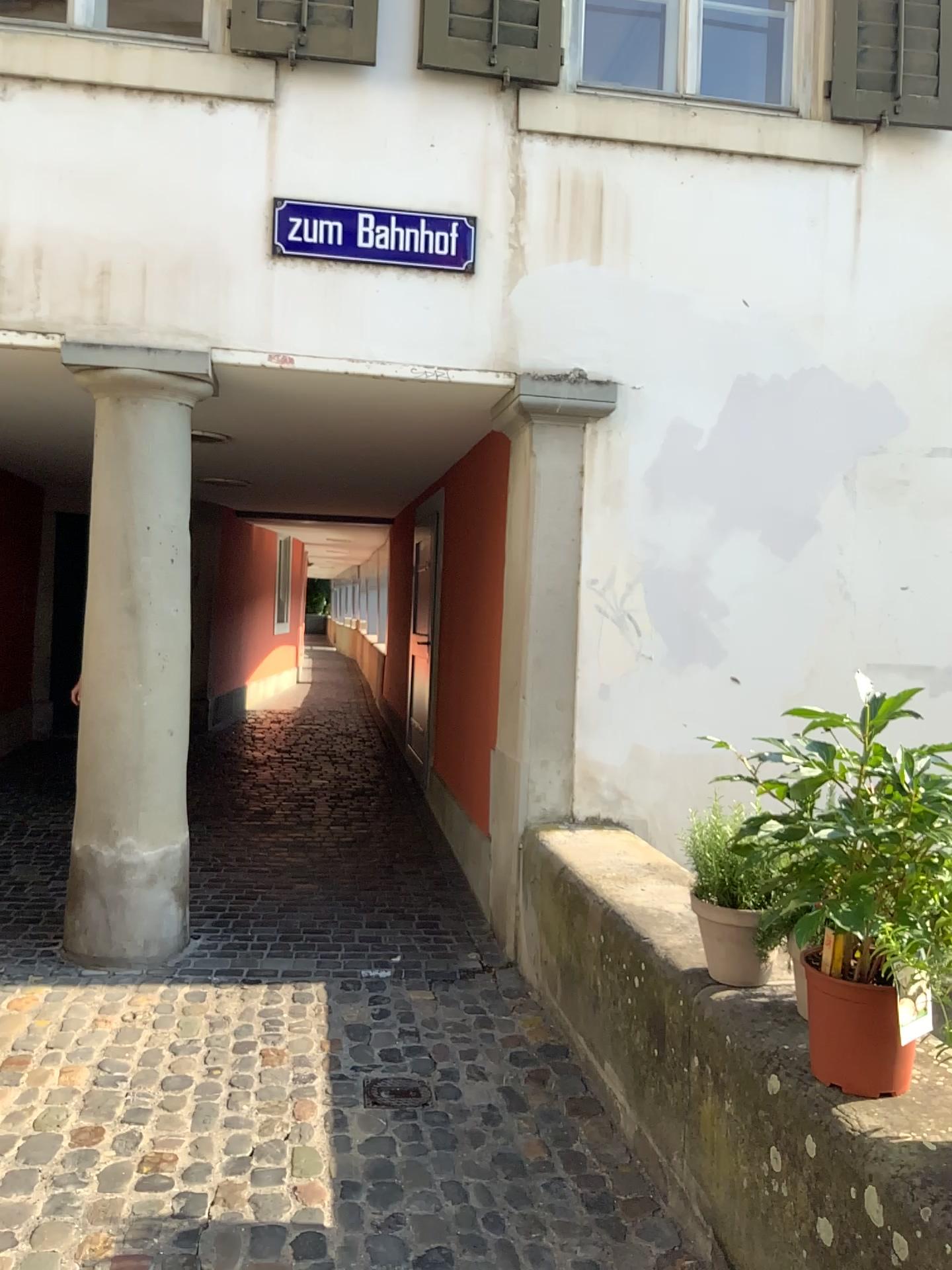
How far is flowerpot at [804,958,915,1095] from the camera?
1.9m

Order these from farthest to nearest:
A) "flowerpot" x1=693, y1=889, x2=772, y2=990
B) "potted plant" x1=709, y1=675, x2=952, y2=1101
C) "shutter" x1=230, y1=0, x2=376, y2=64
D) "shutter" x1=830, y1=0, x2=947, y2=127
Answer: "shutter" x1=830, y1=0, x2=947, y2=127 → "shutter" x1=230, y1=0, x2=376, y2=64 → "flowerpot" x1=693, y1=889, x2=772, y2=990 → "potted plant" x1=709, y1=675, x2=952, y2=1101

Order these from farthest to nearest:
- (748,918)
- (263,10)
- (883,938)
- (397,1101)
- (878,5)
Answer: (878,5) → (263,10) → (397,1101) → (748,918) → (883,938)

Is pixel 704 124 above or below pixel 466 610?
above

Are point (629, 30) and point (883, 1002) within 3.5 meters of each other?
no

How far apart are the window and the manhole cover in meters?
3.7 m

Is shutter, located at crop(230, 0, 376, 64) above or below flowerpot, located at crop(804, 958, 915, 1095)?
above

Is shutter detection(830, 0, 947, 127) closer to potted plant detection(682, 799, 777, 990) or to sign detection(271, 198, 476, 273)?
sign detection(271, 198, 476, 273)

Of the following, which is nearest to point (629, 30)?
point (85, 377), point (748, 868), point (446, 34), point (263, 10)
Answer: point (446, 34)

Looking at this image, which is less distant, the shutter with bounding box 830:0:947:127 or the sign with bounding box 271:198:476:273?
the sign with bounding box 271:198:476:273
